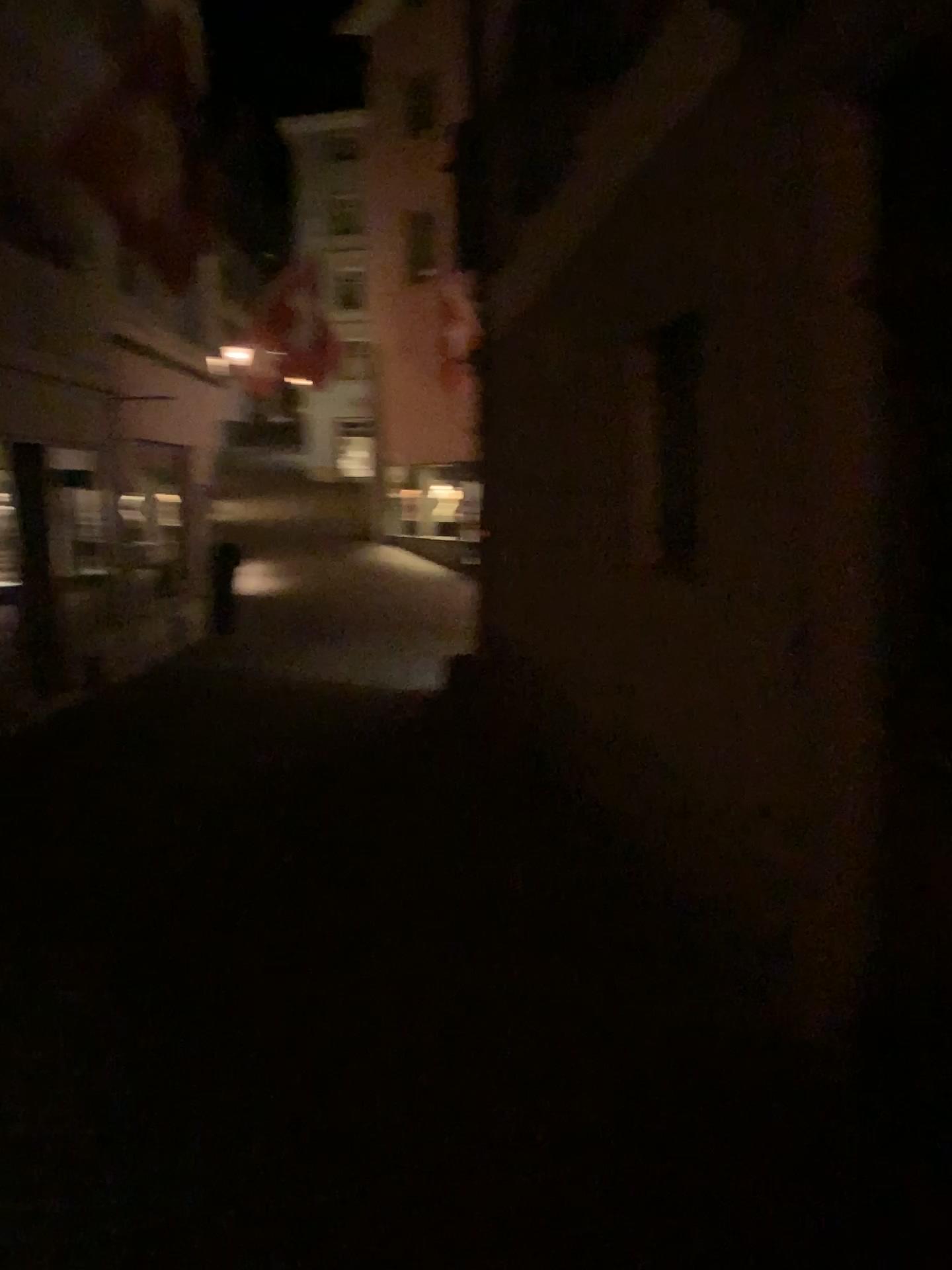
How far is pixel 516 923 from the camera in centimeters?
412cm
